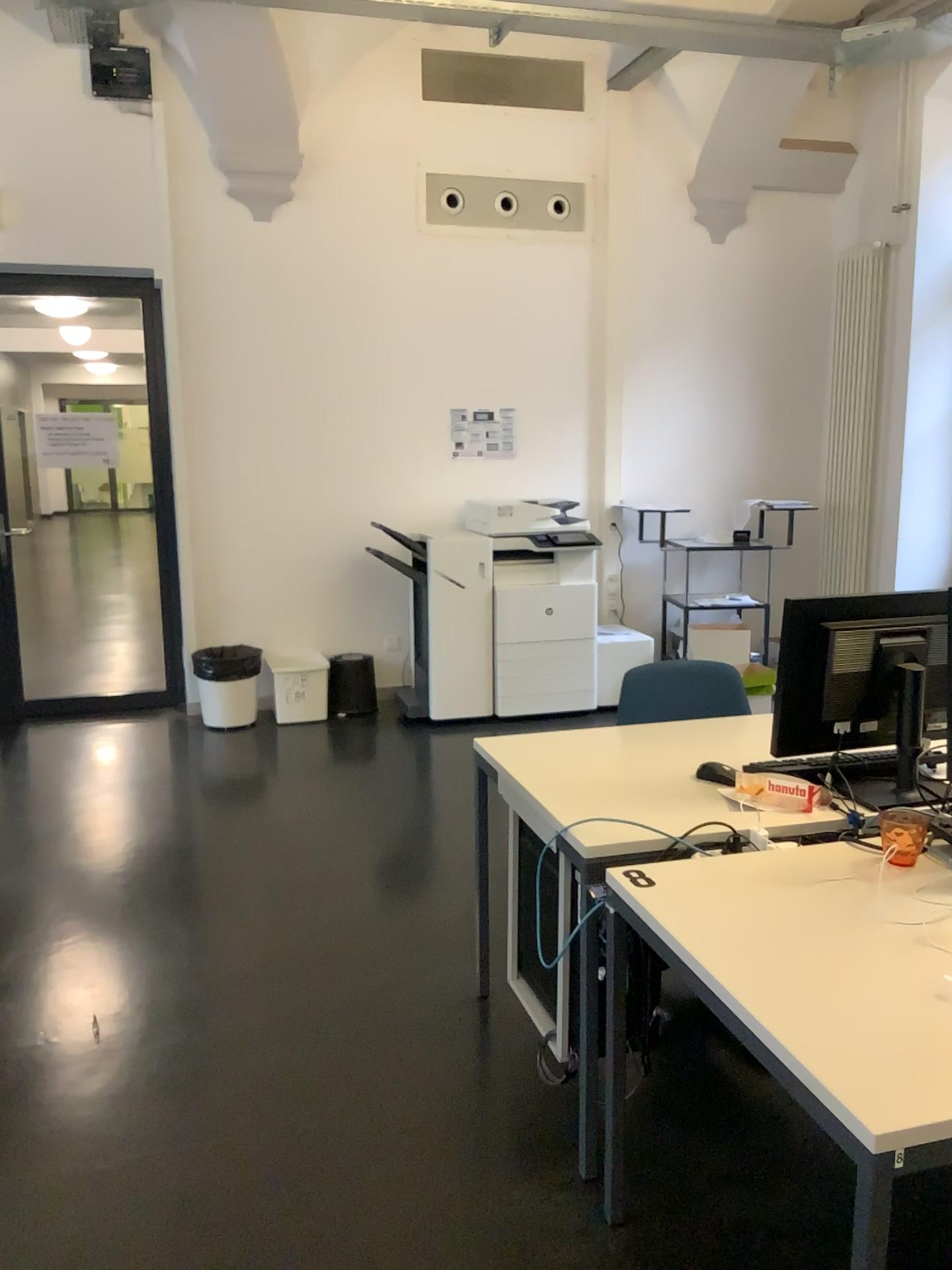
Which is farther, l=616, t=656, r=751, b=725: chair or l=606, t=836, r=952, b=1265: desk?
l=616, t=656, r=751, b=725: chair

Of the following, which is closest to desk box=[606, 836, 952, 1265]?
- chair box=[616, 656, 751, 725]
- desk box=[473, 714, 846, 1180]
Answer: desk box=[473, 714, 846, 1180]

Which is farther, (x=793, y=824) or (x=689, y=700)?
(x=689, y=700)

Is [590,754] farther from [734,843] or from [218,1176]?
[218,1176]

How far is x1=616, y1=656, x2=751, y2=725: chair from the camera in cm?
310

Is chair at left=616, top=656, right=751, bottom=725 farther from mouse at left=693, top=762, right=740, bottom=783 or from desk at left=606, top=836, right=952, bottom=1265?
desk at left=606, top=836, right=952, bottom=1265

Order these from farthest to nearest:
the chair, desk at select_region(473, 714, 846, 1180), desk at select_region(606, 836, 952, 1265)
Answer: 1. the chair
2. desk at select_region(473, 714, 846, 1180)
3. desk at select_region(606, 836, 952, 1265)

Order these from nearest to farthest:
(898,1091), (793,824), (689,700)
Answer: (898,1091) → (793,824) → (689,700)

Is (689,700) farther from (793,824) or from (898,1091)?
(898,1091)

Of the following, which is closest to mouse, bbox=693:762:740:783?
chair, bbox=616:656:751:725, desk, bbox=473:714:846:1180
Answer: desk, bbox=473:714:846:1180
